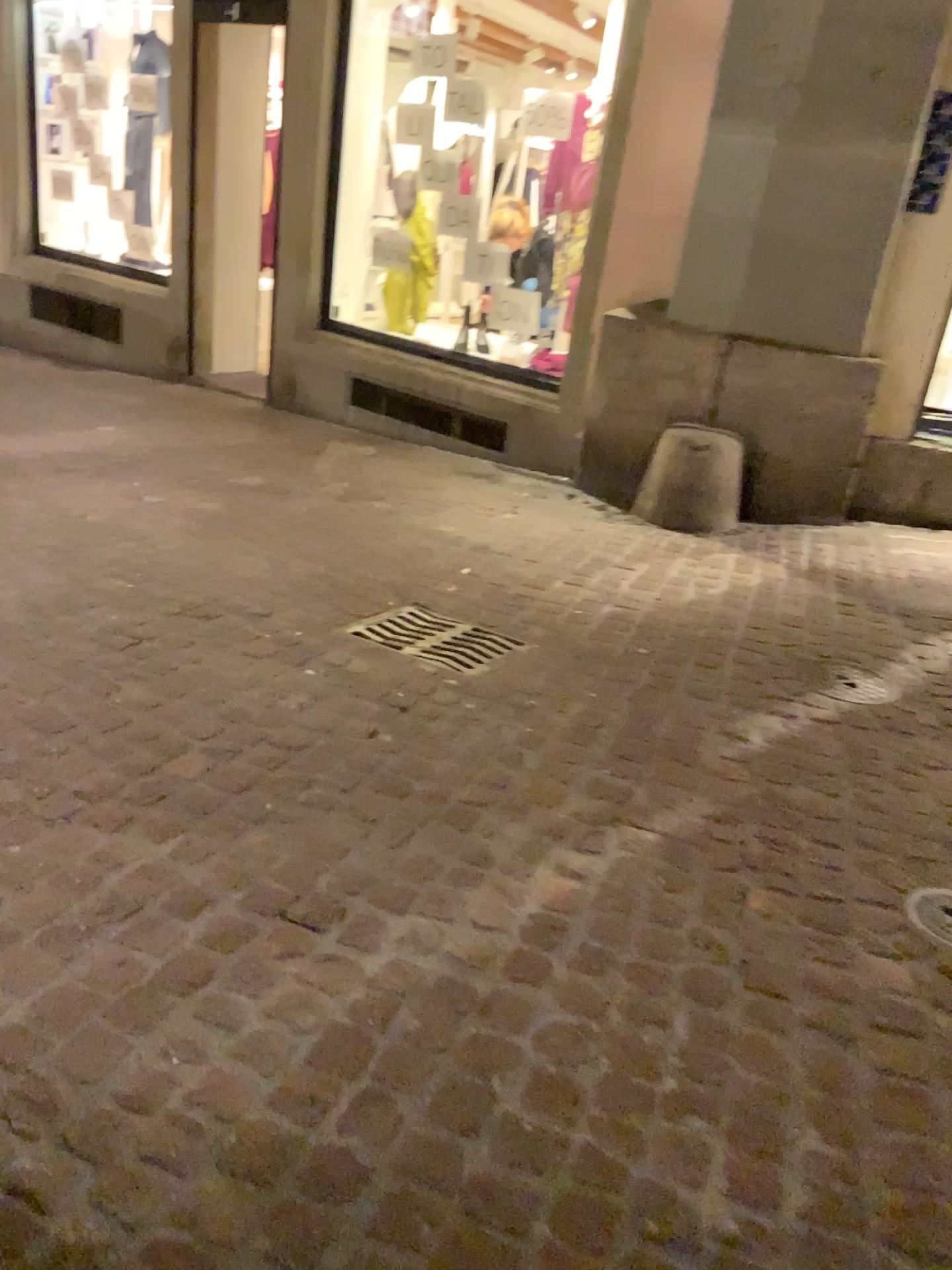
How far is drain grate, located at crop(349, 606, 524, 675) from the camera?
3.2 meters

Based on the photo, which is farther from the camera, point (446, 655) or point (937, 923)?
point (446, 655)

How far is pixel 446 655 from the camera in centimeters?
317cm

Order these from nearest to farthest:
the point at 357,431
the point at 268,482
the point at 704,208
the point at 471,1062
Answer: the point at 471,1062 < the point at 704,208 < the point at 268,482 < the point at 357,431

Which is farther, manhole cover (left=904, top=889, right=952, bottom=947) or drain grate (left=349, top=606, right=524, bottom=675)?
drain grate (left=349, top=606, right=524, bottom=675)

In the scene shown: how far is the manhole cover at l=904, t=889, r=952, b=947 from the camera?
2.1m

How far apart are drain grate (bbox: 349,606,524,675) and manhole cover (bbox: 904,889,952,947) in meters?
1.4 m

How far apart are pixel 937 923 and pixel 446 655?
1.6m
